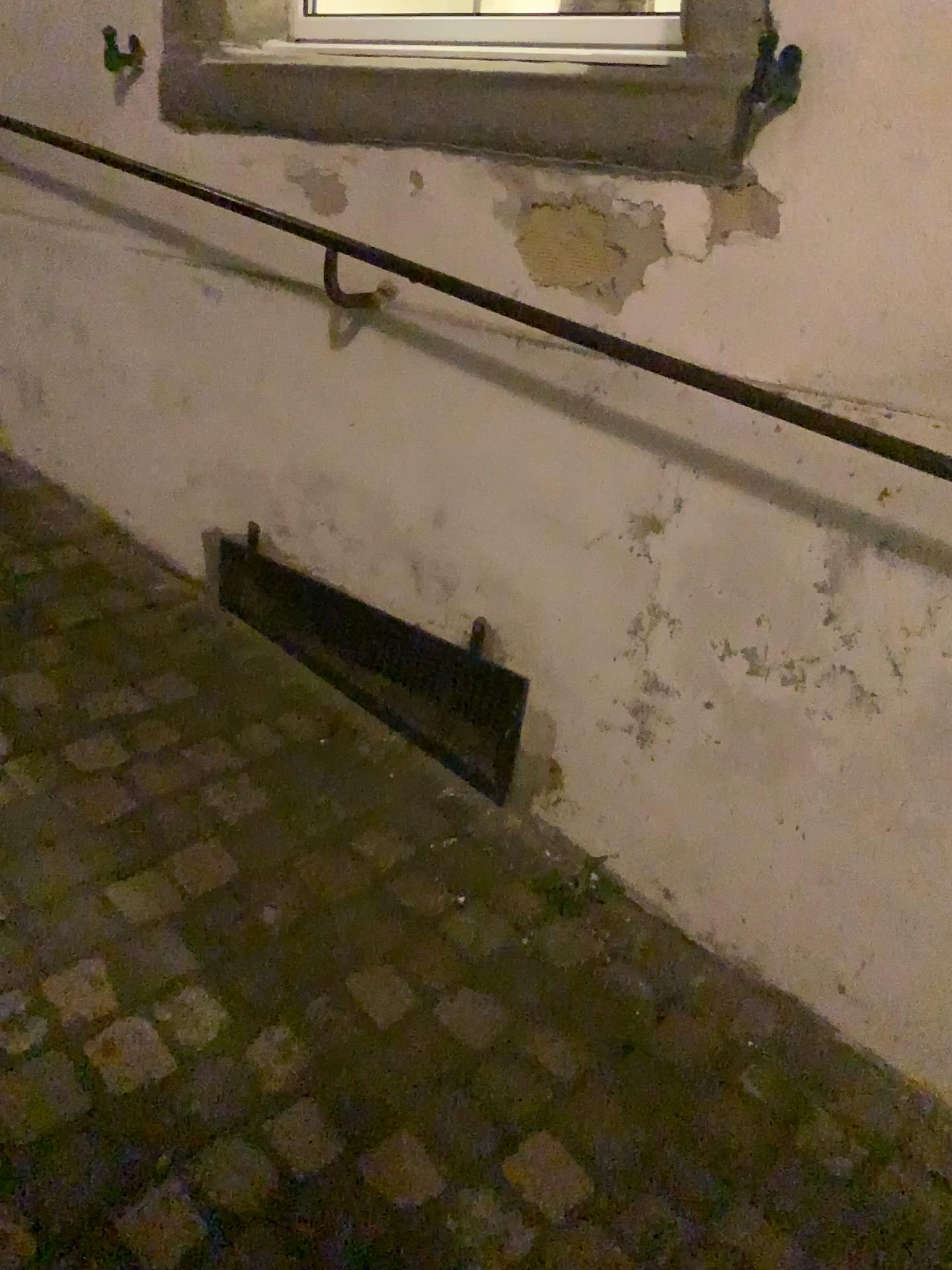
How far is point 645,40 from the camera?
1.3m

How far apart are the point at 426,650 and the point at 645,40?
1.0m

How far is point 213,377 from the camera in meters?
2.0 m

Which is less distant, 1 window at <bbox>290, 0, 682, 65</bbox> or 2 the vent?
1 window at <bbox>290, 0, 682, 65</bbox>

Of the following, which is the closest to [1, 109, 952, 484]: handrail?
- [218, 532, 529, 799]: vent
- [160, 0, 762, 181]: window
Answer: [160, 0, 762, 181]: window

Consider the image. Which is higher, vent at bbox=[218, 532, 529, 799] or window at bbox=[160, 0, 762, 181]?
window at bbox=[160, 0, 762, 181]

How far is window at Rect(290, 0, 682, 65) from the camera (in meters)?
1.35

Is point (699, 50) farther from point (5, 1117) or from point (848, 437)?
point (5, 1117)

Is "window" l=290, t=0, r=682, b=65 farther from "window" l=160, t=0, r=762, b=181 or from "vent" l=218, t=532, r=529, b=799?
"vent" l=218, t=532, r=529, b=799

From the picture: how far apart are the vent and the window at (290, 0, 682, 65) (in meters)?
0.89
